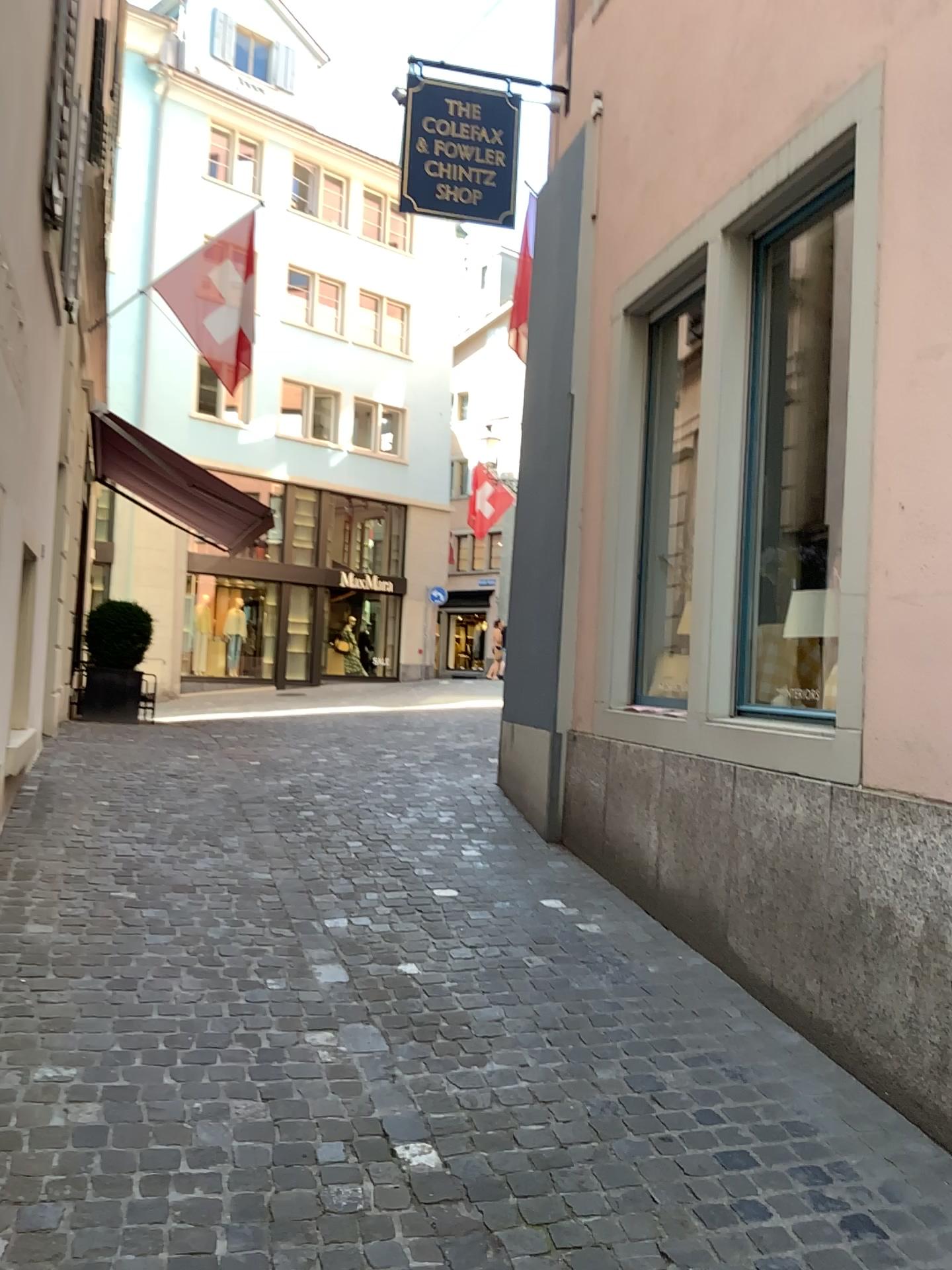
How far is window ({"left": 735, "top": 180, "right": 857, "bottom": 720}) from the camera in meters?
4.2 m

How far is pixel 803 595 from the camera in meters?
4.2 m

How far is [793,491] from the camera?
4.6m
